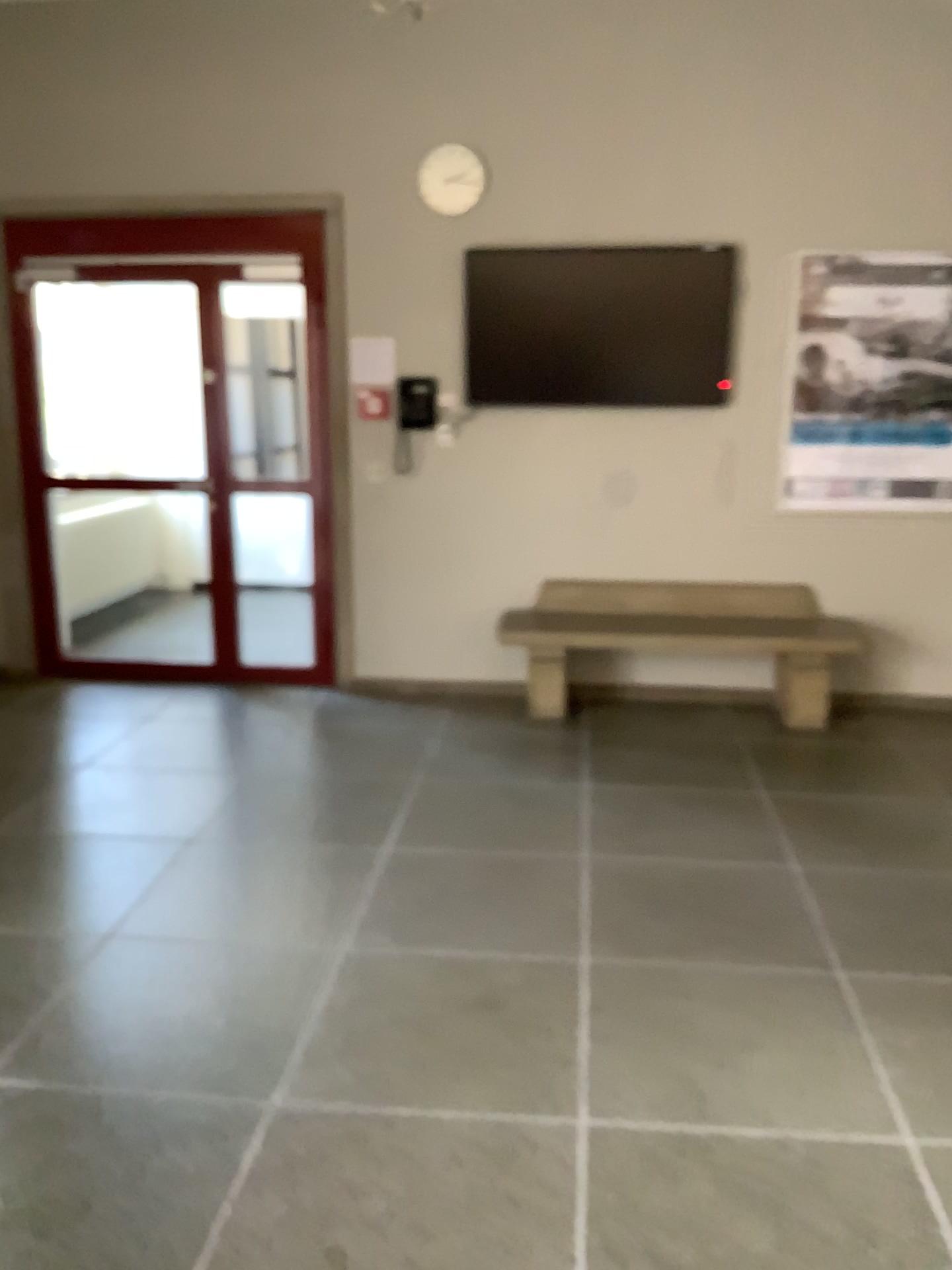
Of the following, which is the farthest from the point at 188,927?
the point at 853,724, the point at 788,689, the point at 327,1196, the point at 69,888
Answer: the point at 853,724
